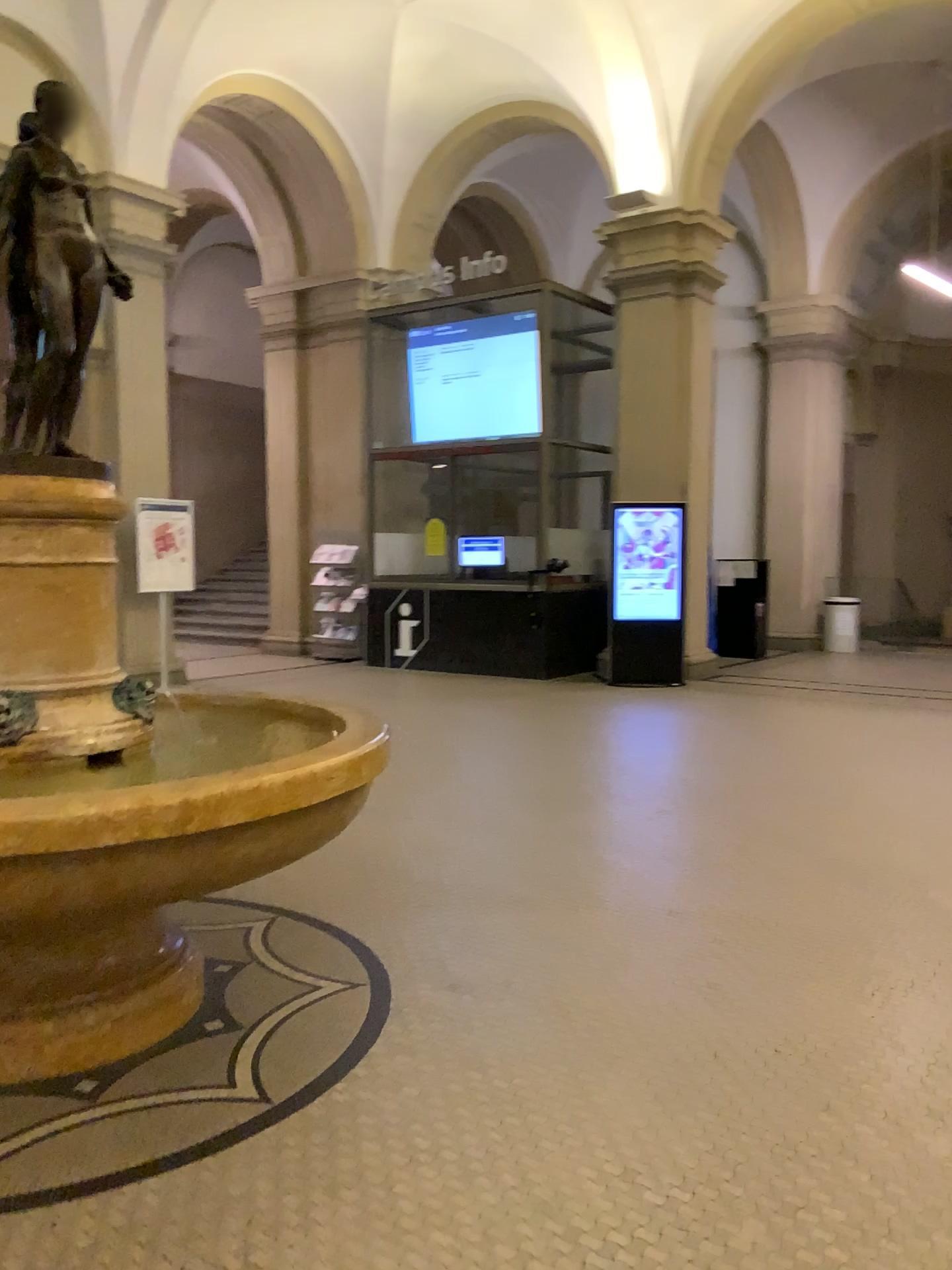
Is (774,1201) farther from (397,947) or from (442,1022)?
(397,947)
